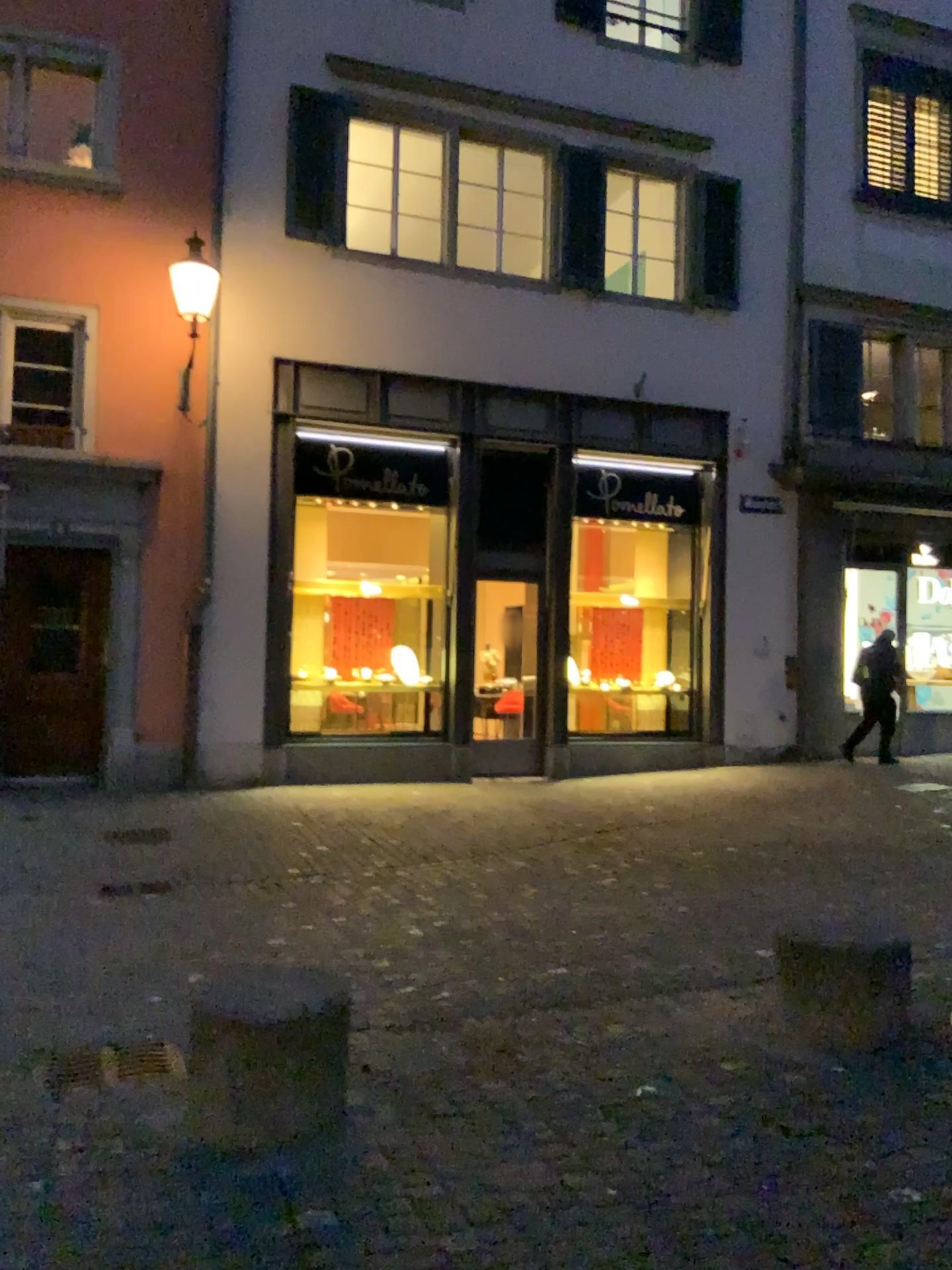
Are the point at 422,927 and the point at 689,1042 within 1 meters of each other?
no

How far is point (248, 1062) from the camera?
3.10m

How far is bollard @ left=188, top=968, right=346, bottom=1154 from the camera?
3.1m
